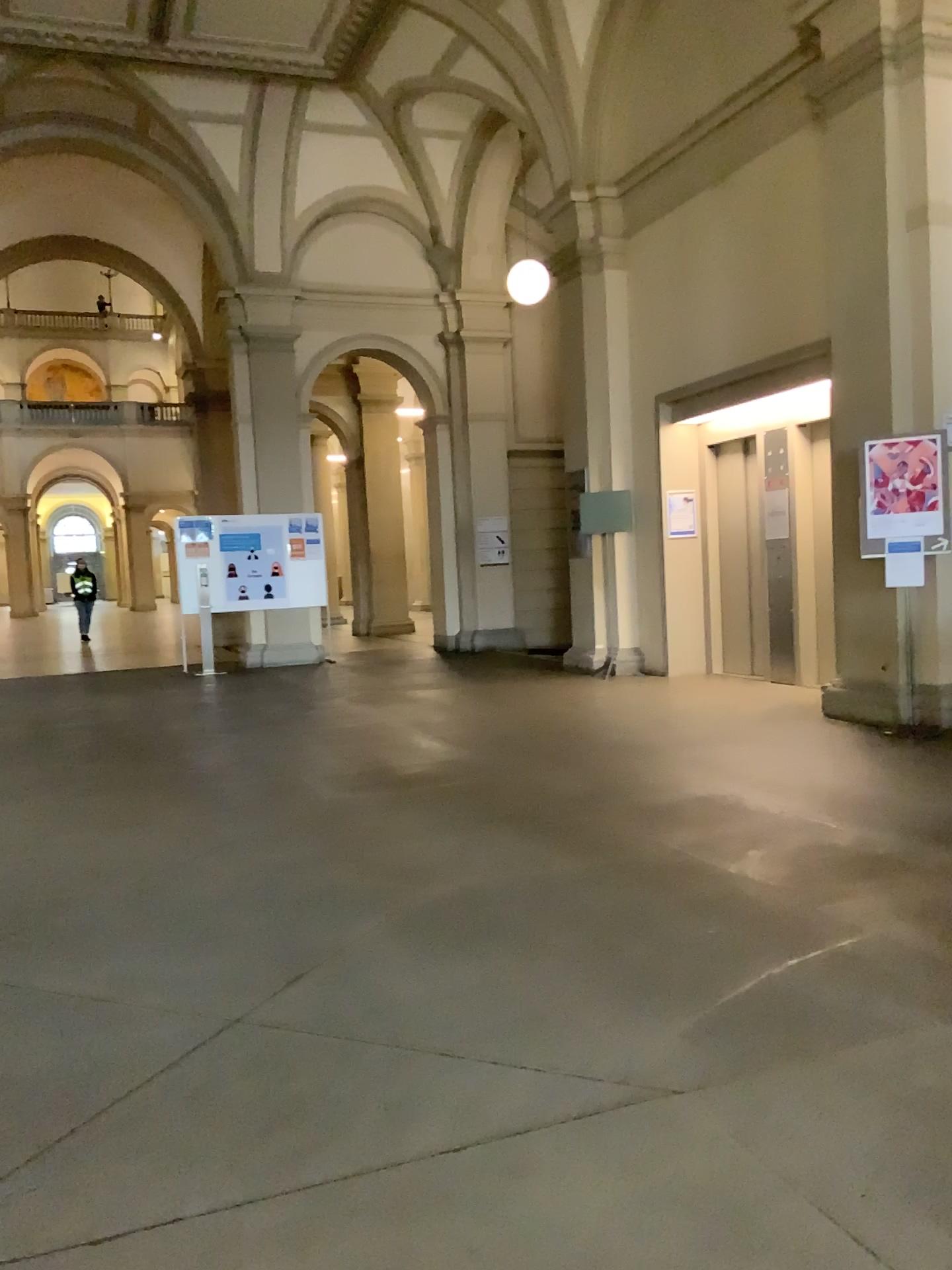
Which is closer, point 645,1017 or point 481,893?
point 645,1017
